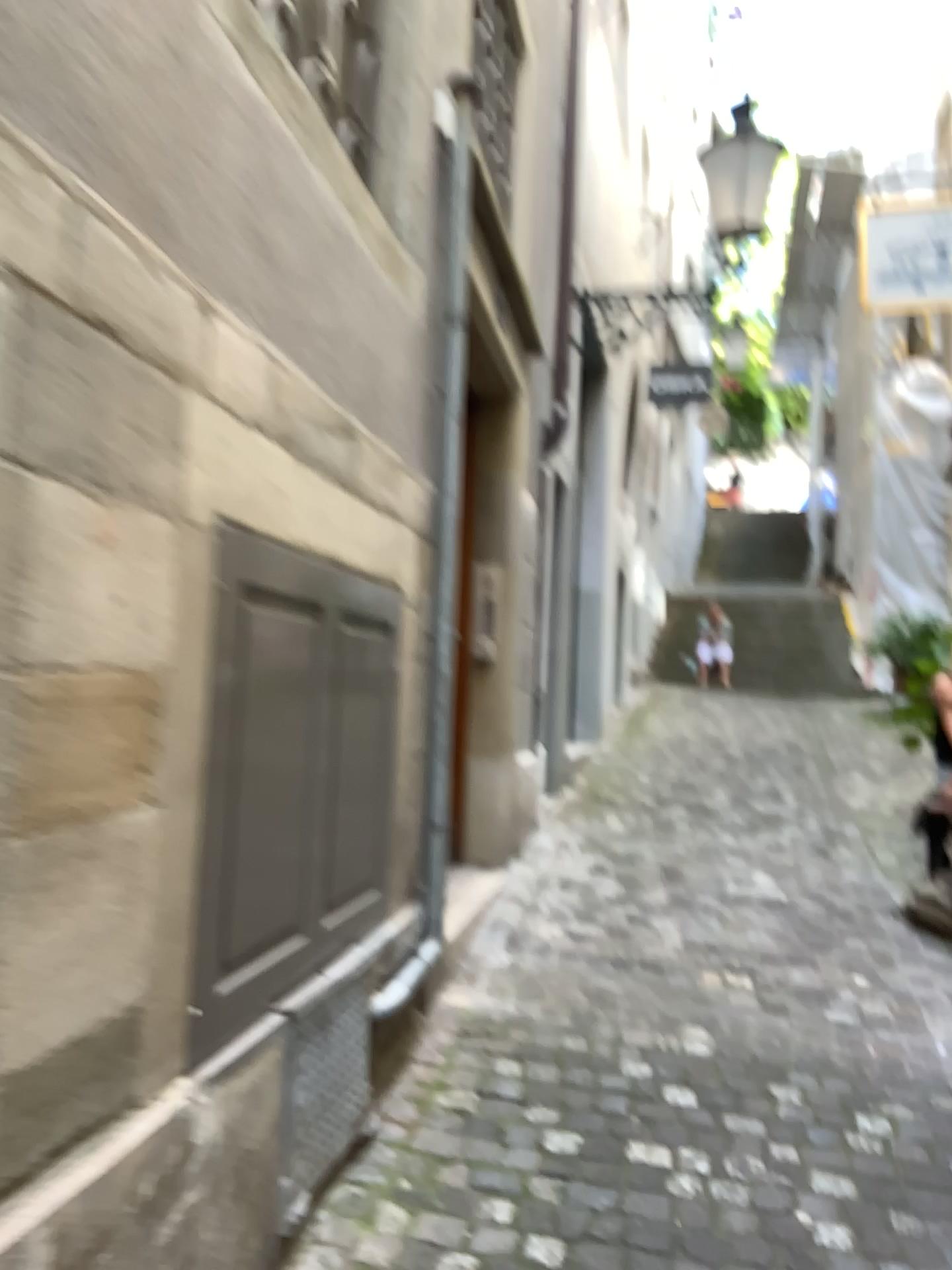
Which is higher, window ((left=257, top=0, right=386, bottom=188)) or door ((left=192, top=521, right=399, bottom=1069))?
window ((left=257, top=0, right=386, bottom=188))

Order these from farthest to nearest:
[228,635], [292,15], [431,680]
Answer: [431,680] → [292,15] → [228,635]

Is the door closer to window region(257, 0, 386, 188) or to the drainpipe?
the drainpipe

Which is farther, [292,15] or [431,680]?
[431,680]

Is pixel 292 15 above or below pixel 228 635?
above

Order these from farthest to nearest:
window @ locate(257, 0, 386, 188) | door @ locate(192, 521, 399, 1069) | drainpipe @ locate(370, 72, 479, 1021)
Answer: drainpipe @ locate(370, 72, 479, 1021), window @ locate(257, 0, 386, 188), door @ locate(192, 521, 399, 1069)

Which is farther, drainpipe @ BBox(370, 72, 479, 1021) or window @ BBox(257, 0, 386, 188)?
drainpipe @ BBox(370, 72, 479, 1021)

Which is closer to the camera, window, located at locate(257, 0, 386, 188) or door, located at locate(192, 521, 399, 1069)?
door, located at locate(192, 521, 399, 1069)

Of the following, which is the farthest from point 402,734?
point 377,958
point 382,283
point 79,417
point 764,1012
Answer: point 79,417

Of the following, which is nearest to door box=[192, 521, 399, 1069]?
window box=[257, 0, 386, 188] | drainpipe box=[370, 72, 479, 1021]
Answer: drainpipe box=[370, 72, 479, 1021]
